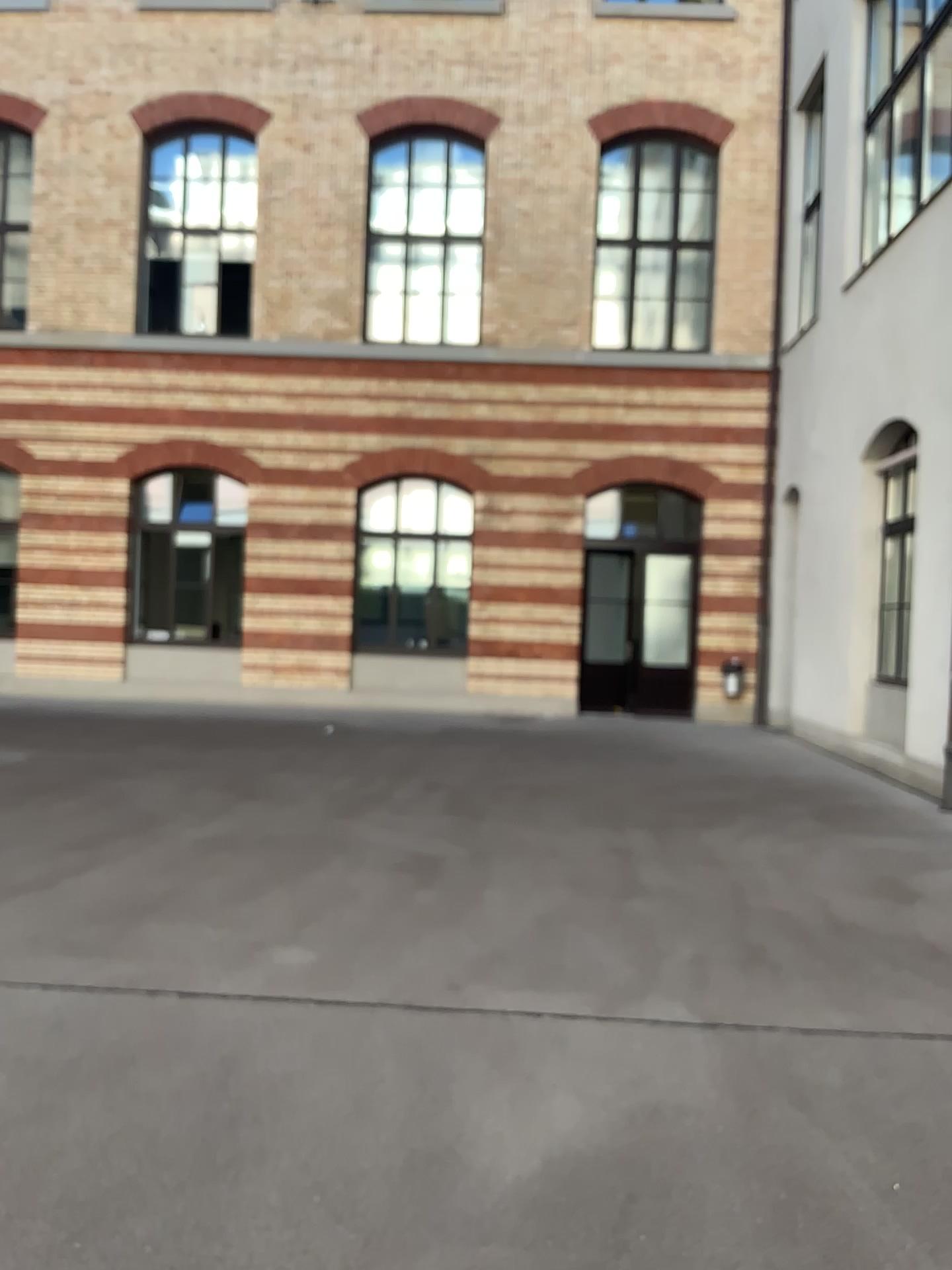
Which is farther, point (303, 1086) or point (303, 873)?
point (303, 873)
